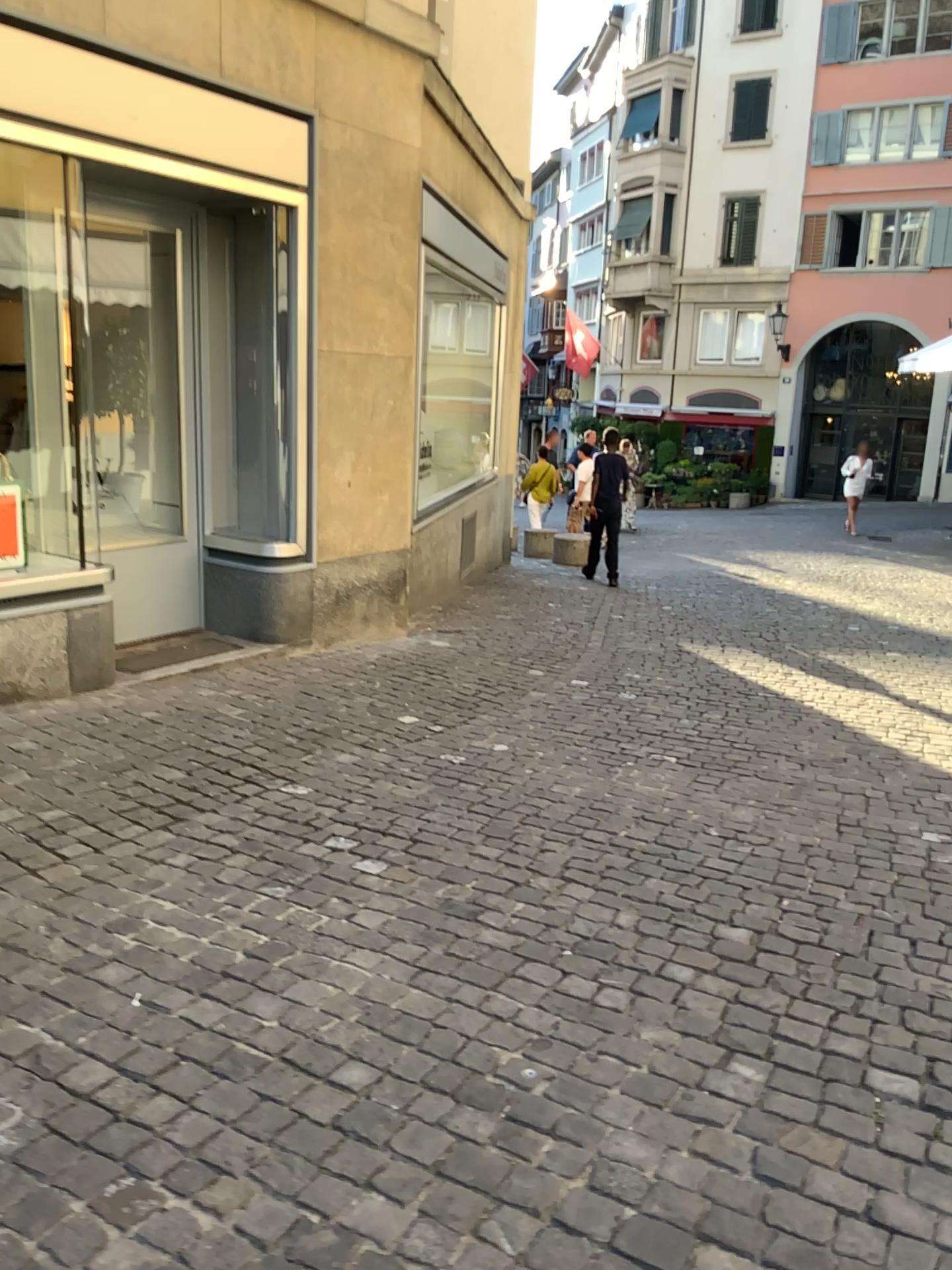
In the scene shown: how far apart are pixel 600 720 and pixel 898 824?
1.5 meters
